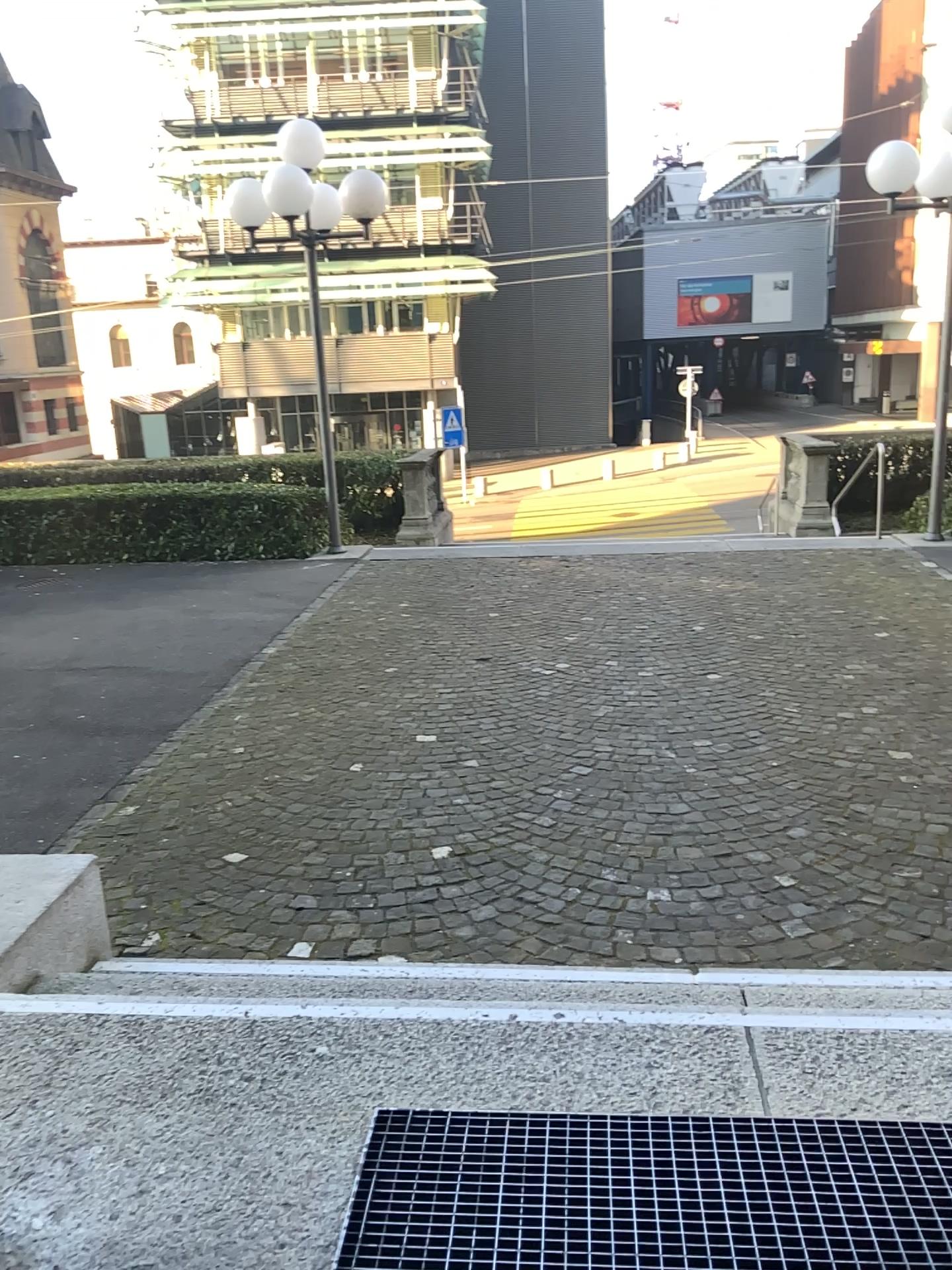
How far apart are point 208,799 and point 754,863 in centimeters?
243cm

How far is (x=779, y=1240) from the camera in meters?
1.8 m

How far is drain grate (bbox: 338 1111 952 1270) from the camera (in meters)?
1.79
